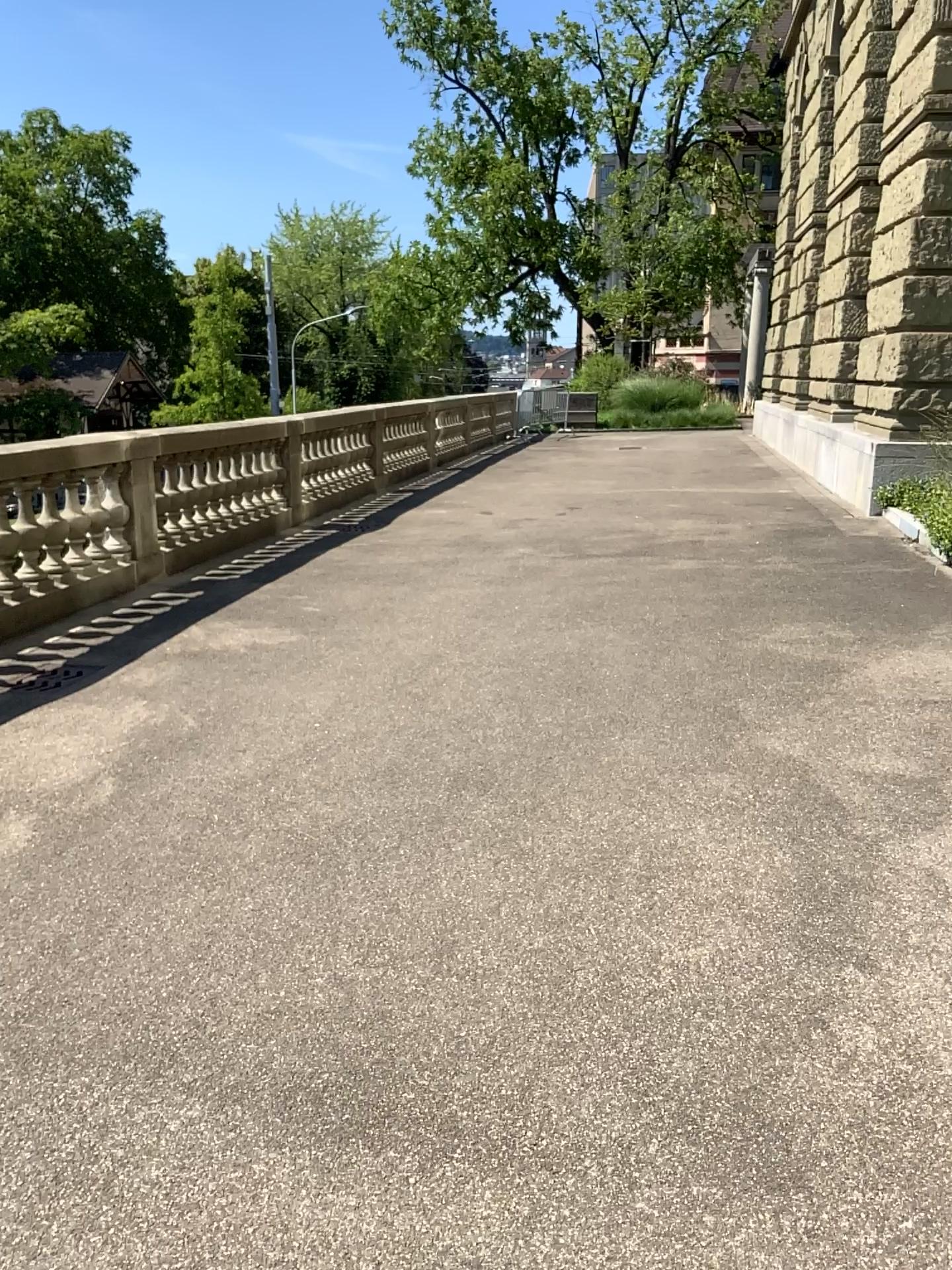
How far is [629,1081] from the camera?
2.3 meters
